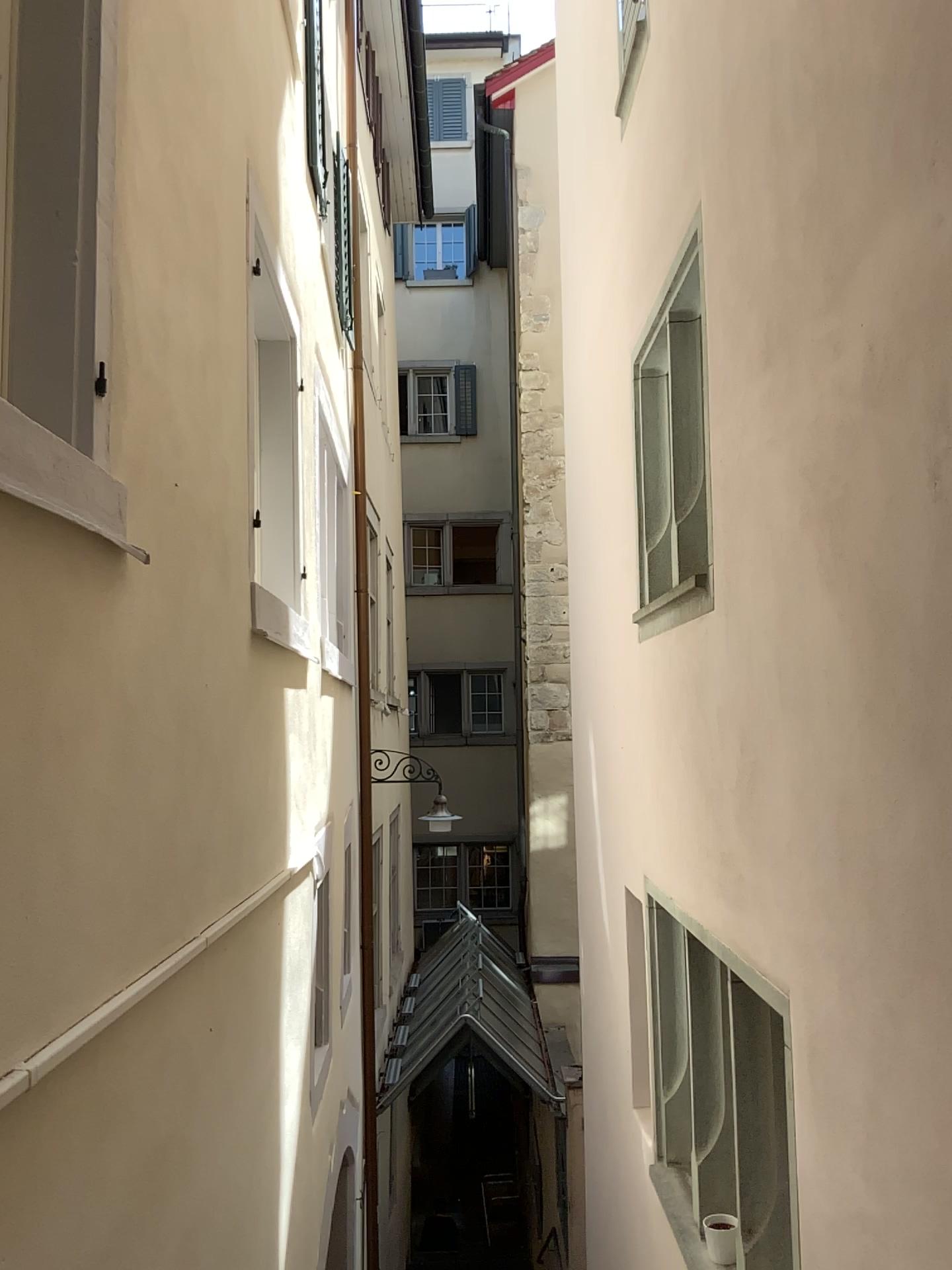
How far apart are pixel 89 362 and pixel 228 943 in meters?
1.8 m

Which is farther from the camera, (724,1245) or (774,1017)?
(724,1245)

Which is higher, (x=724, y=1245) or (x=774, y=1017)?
(x=774, y=1017)

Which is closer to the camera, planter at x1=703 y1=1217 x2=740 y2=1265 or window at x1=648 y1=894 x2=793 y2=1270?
window at x1=648 y1=894 x2=793 y2=1270
